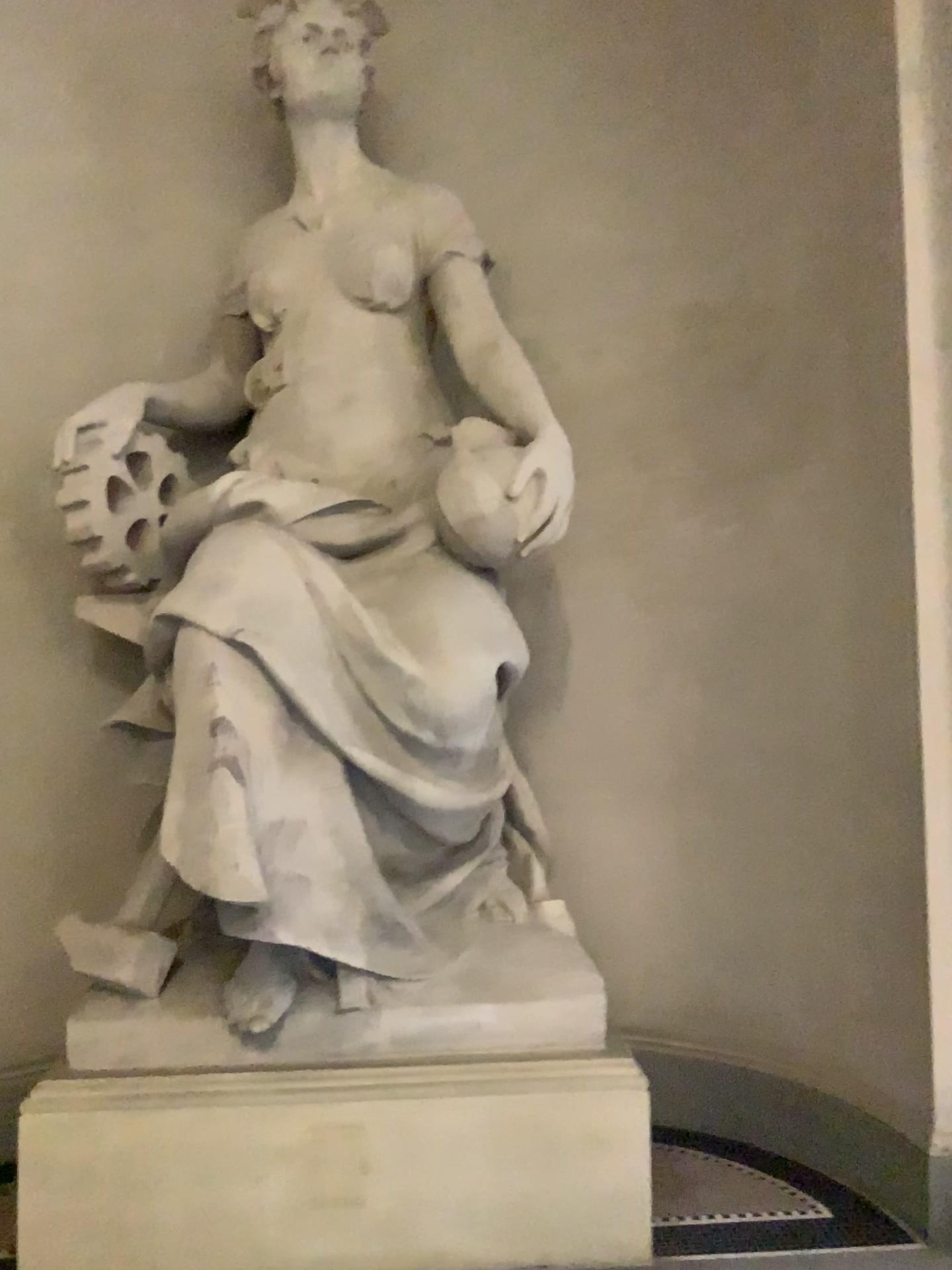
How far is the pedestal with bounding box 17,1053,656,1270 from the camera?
2.59m

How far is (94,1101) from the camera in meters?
2.6 m

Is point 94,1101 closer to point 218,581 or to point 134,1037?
point 134,1037

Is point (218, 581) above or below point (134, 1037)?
above

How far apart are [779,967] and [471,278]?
2.3 meters
